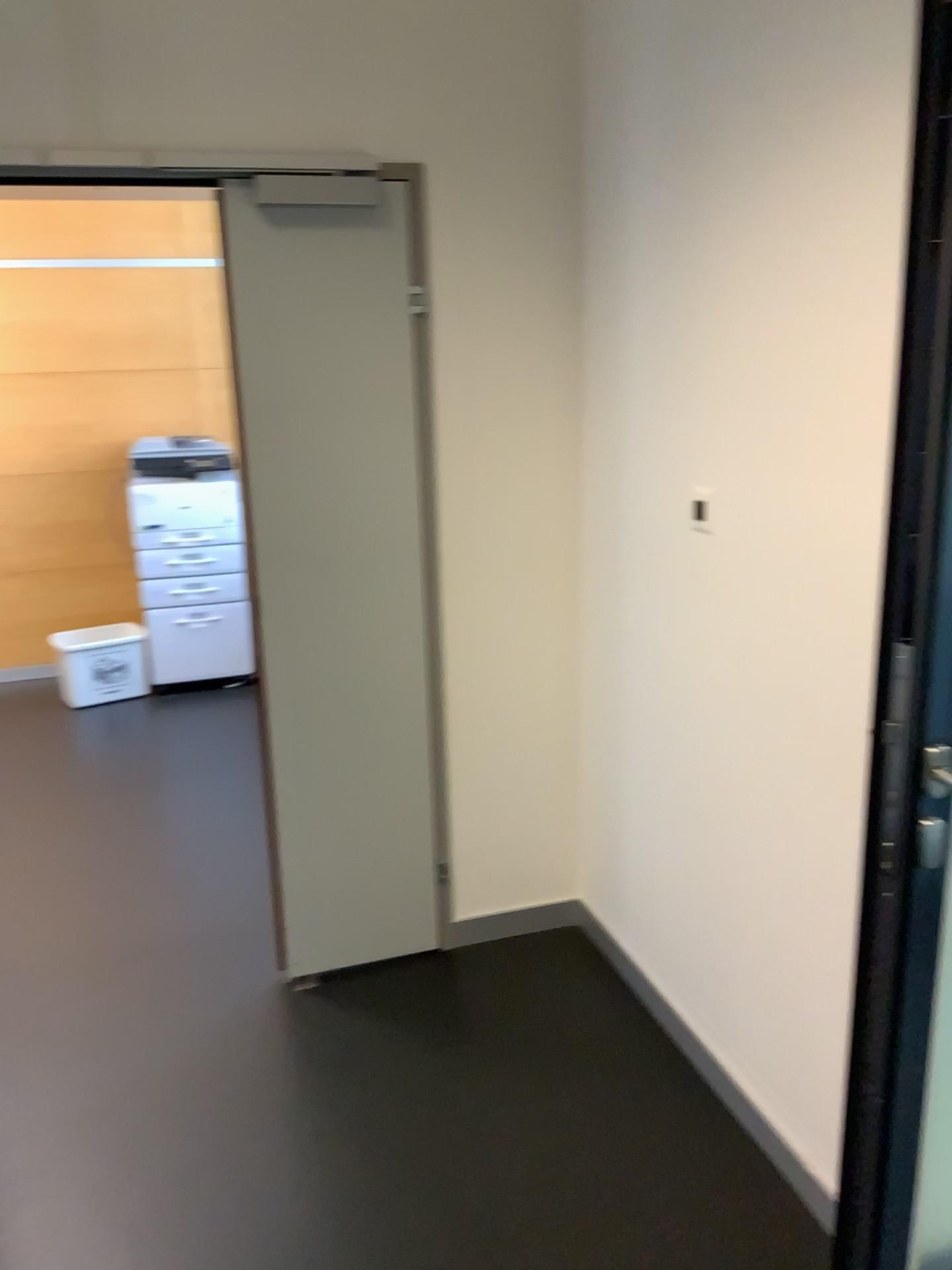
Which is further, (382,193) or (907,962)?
(382,193)

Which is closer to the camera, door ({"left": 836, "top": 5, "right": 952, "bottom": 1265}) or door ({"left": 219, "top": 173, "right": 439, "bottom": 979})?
door ({"left": 836, "top": 5, "right": 952, "bottom": 1265})

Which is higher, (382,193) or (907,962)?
(382,193)

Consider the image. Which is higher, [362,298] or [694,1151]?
[362,298]
